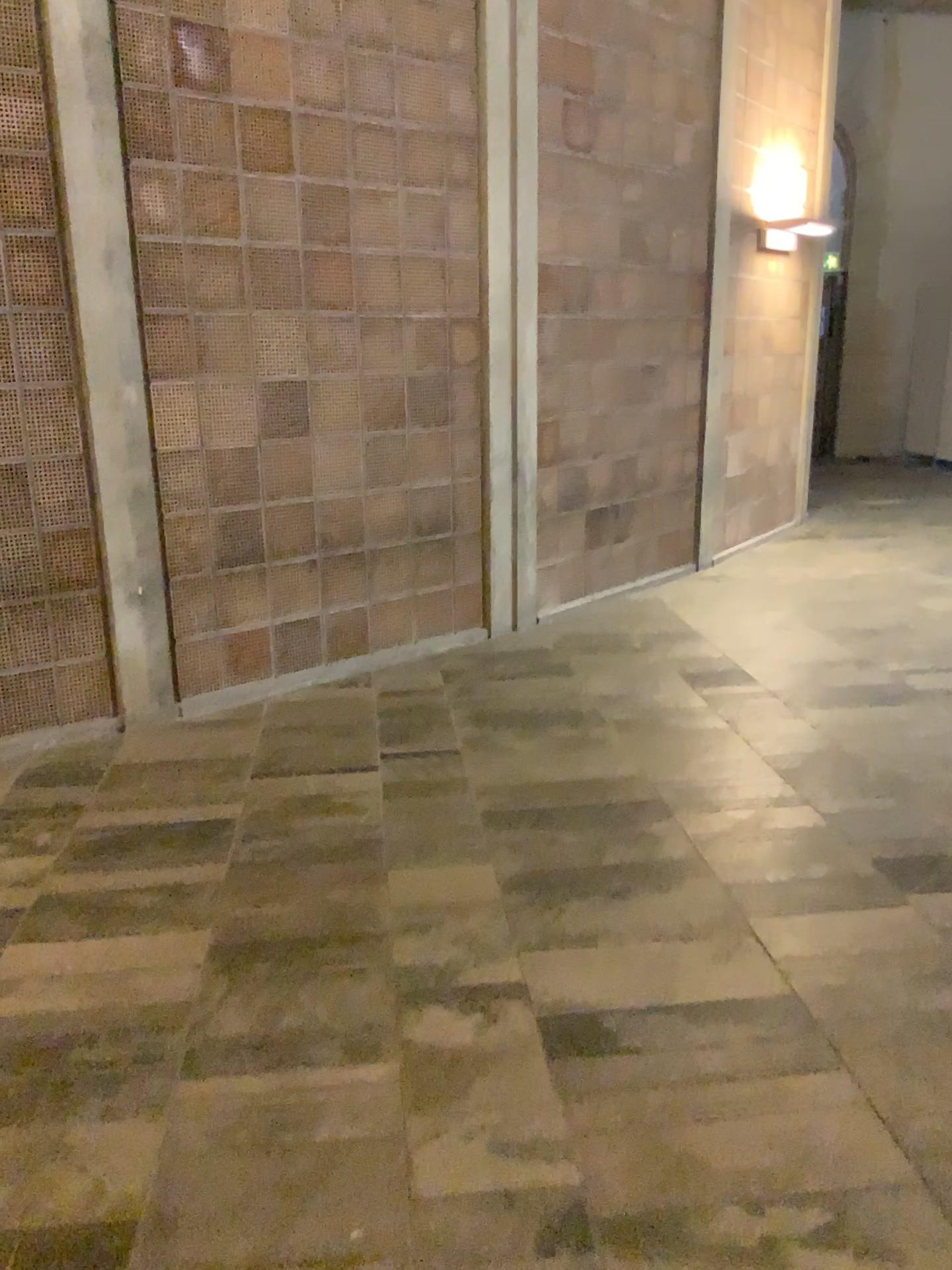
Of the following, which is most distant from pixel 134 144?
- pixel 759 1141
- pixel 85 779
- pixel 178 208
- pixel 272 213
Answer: pixel 759 1141
